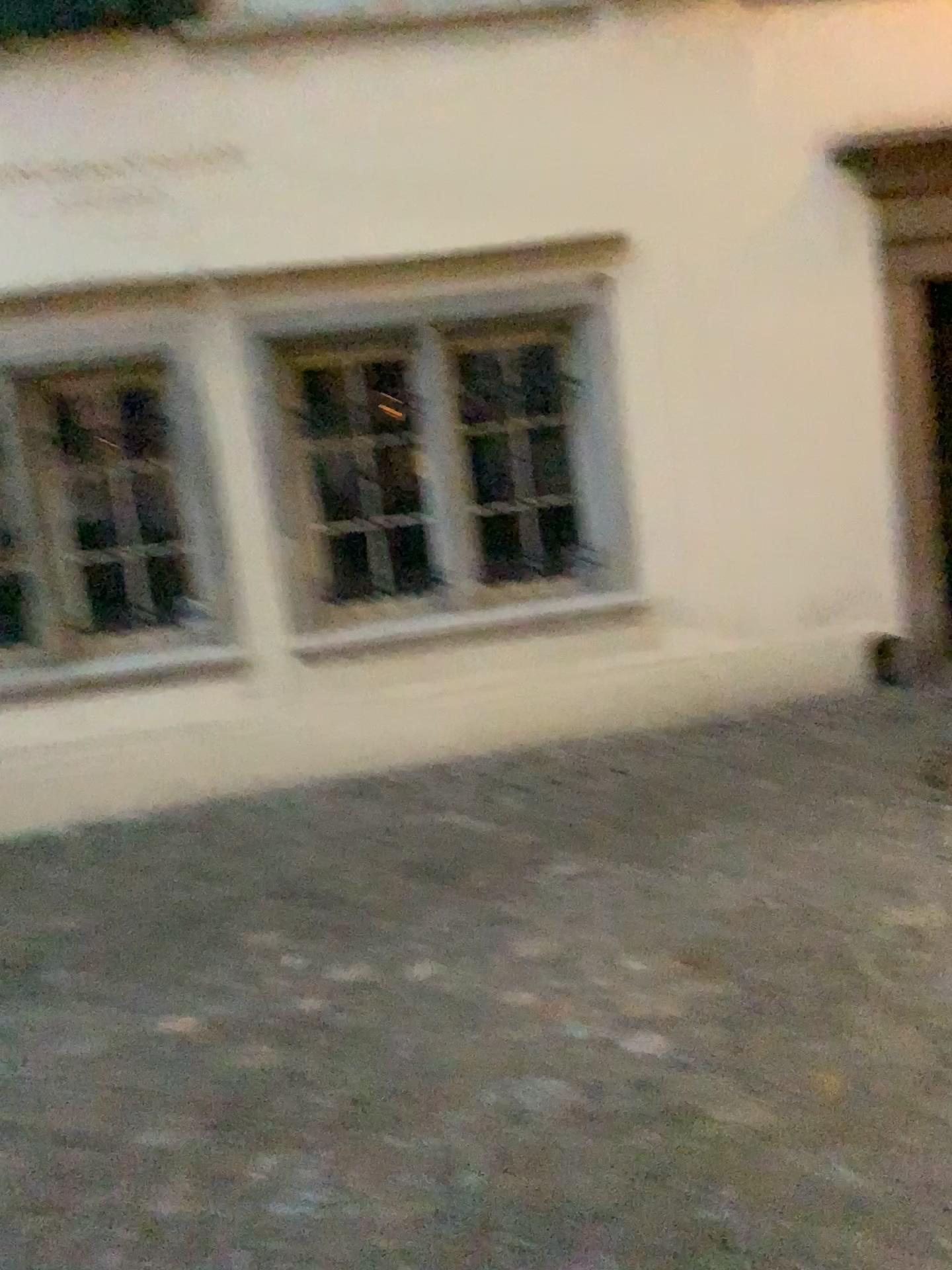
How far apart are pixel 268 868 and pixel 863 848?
2.0m
